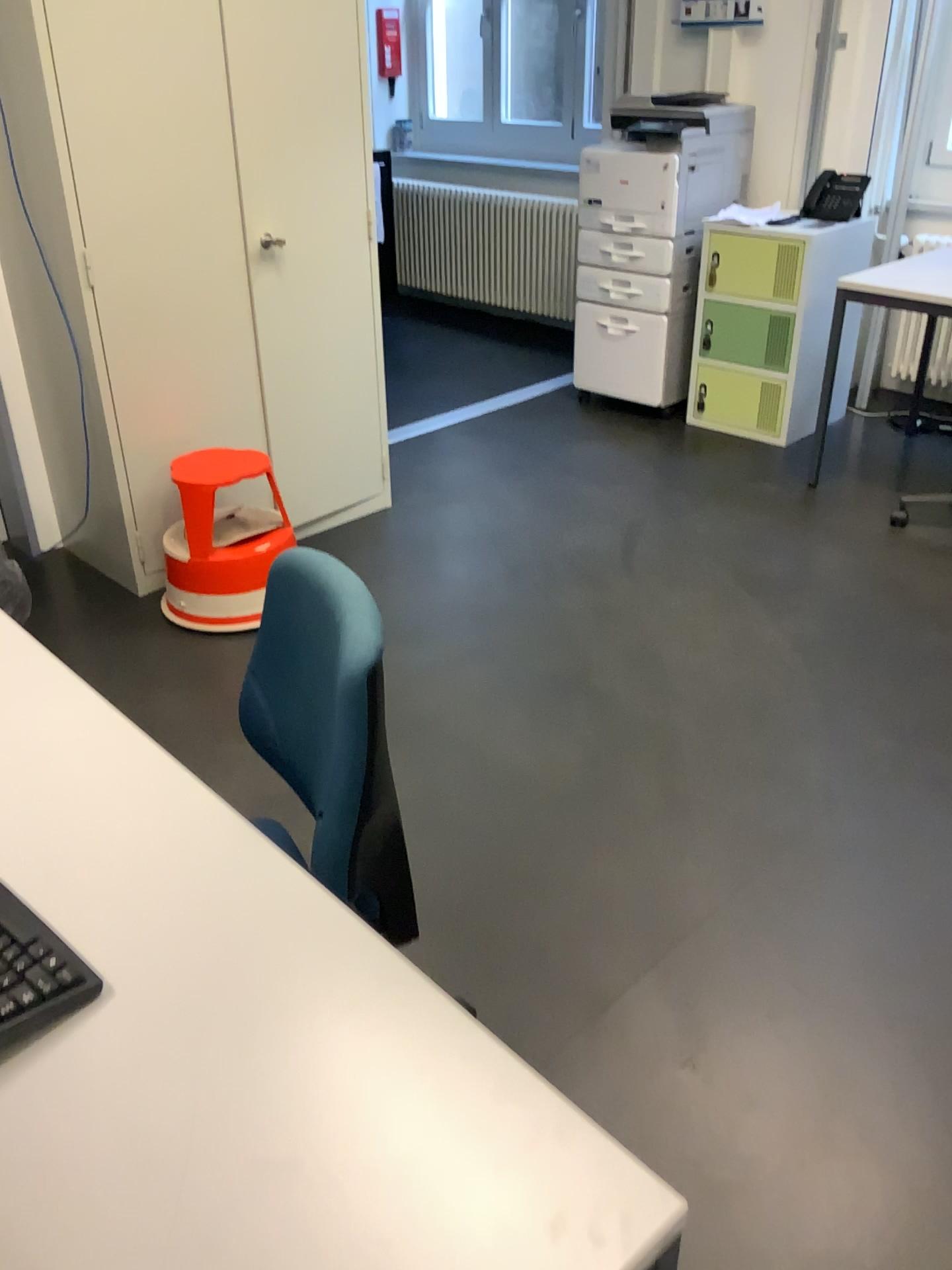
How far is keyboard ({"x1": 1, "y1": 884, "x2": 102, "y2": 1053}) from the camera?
0.9m

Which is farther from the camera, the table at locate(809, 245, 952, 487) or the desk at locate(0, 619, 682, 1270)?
the table at locate(809, 245, 952, 487)

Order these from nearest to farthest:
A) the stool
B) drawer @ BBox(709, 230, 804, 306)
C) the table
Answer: the stool
the table
drawer @ BBox(709, 230, 804, 306)

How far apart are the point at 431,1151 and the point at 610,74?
4.6m

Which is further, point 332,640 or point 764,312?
point 764,312

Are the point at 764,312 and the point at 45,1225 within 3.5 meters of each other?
no

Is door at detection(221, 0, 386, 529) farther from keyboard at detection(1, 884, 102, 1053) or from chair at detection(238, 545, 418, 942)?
keyboard at detection(1, 884, 102, 1053)

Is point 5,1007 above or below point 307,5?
below

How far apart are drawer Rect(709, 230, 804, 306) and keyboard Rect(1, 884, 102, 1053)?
3.78m

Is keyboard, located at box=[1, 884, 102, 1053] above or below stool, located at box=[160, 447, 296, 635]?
above
